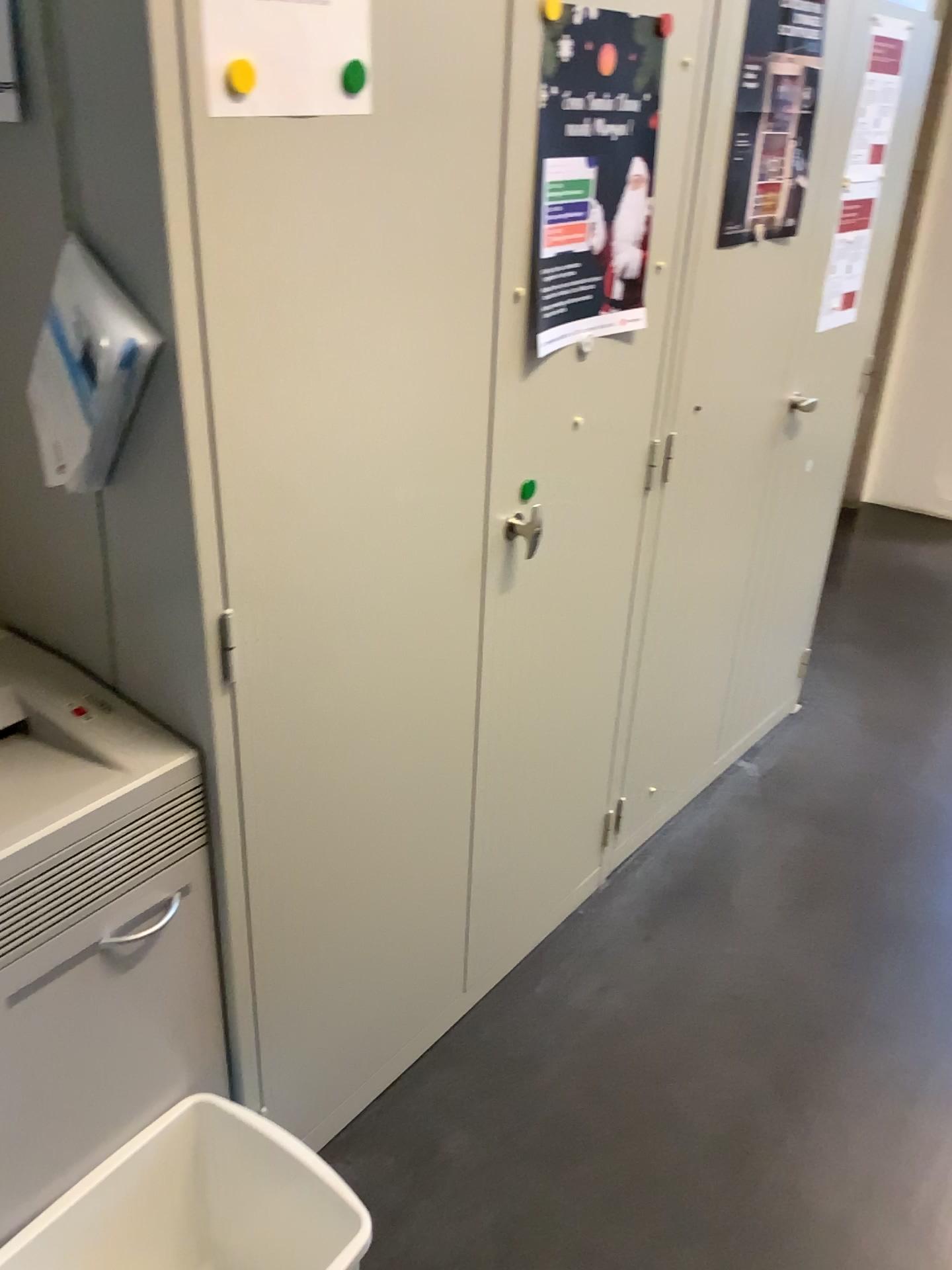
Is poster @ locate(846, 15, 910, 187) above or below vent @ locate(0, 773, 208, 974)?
above

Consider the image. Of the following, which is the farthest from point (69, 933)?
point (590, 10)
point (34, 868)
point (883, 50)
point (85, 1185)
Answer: point (883, 50)

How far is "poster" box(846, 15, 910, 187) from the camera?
2.1m

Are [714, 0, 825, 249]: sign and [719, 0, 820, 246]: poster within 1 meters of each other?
yes

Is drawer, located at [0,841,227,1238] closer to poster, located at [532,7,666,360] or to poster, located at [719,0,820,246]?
poster, located at [532,7,666,360]

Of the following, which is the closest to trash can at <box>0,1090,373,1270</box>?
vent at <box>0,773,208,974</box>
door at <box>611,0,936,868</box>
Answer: vent at <box>0,773,208,974</box>

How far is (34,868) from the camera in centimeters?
110cm

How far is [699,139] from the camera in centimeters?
169cm

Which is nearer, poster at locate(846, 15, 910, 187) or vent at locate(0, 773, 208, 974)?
vent at locate(0, 773, 208, 974)

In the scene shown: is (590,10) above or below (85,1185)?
above
